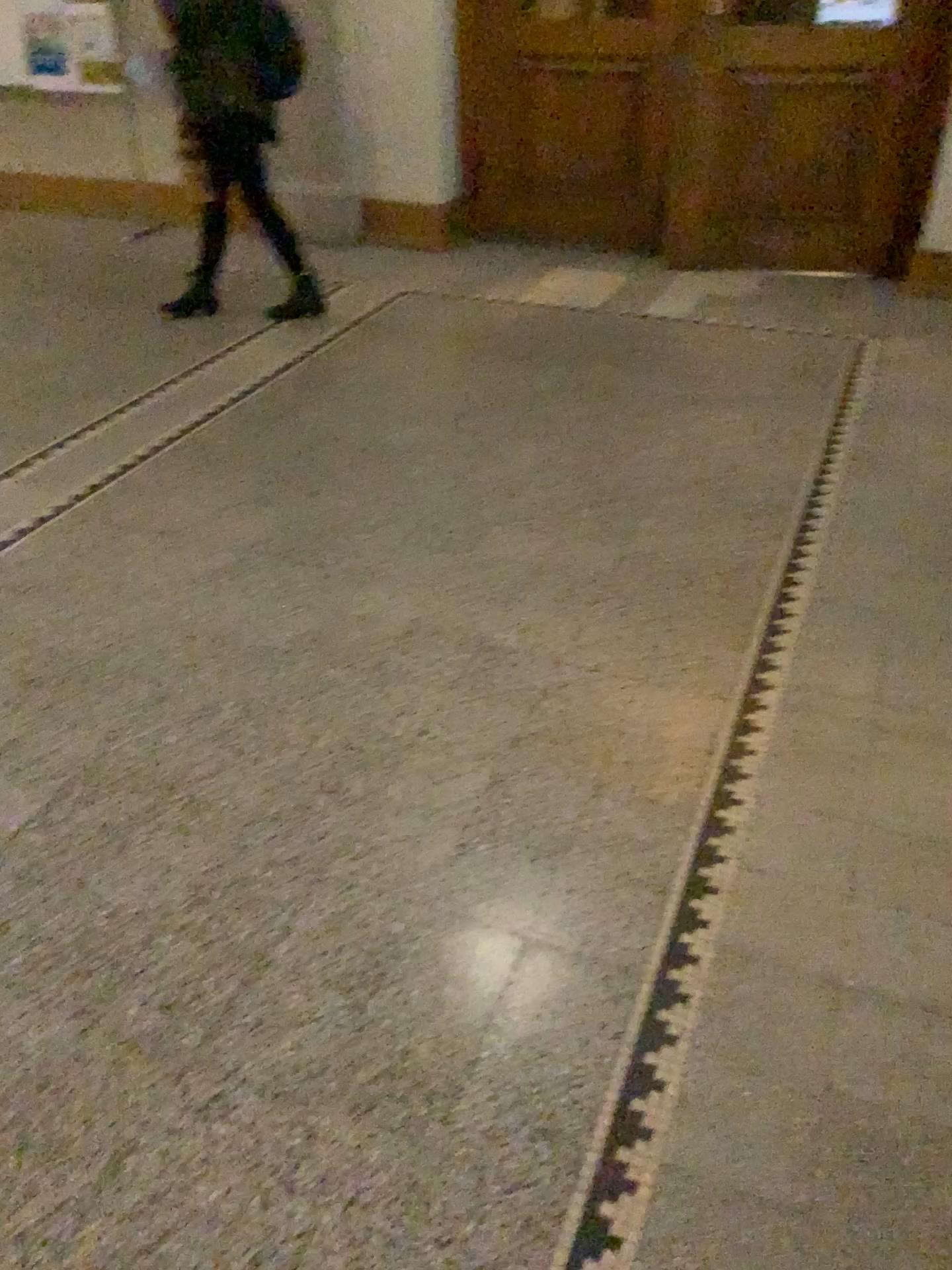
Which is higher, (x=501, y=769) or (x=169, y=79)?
(x=169, y=79)
